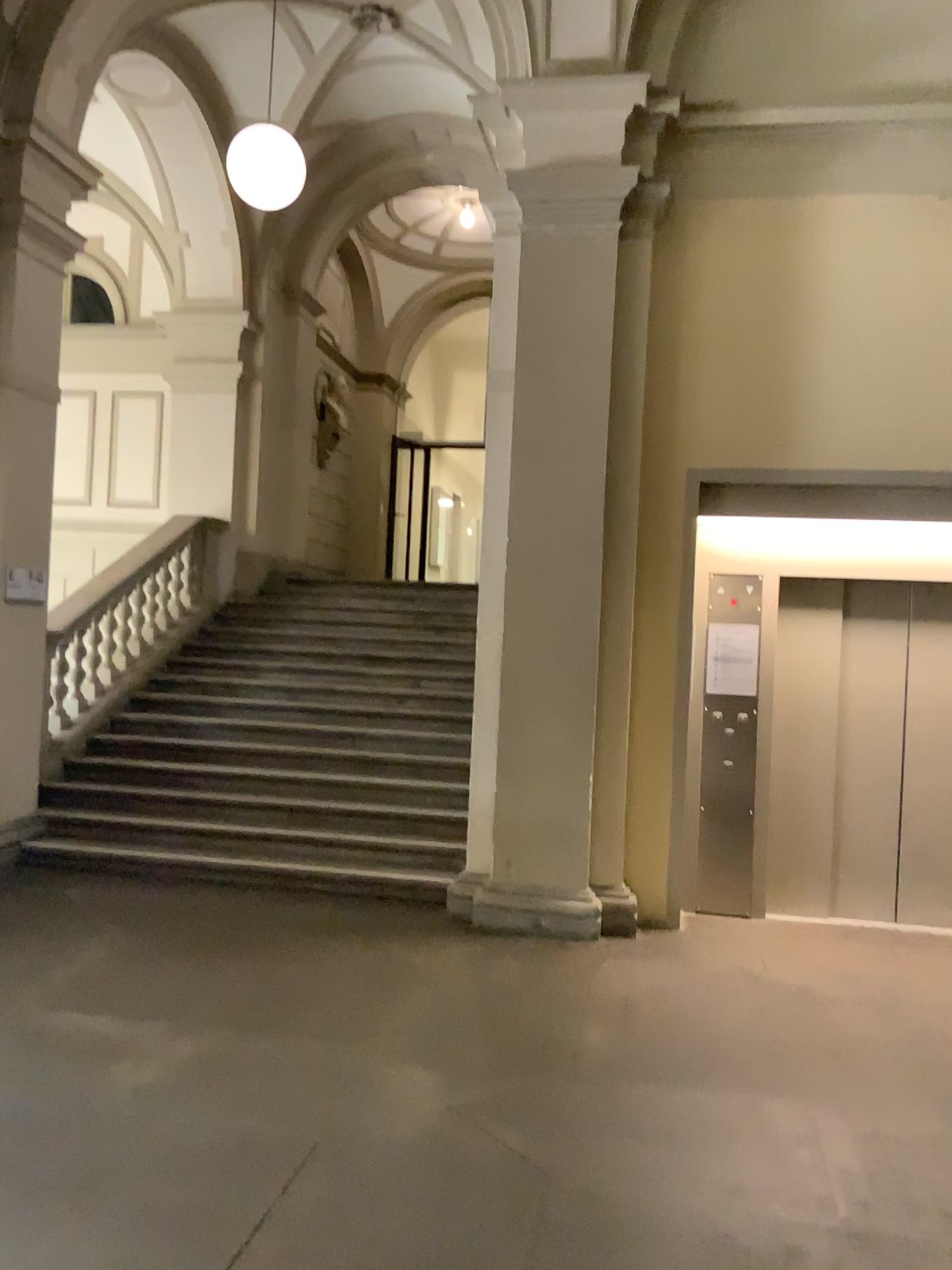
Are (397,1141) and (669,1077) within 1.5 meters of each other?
yes
